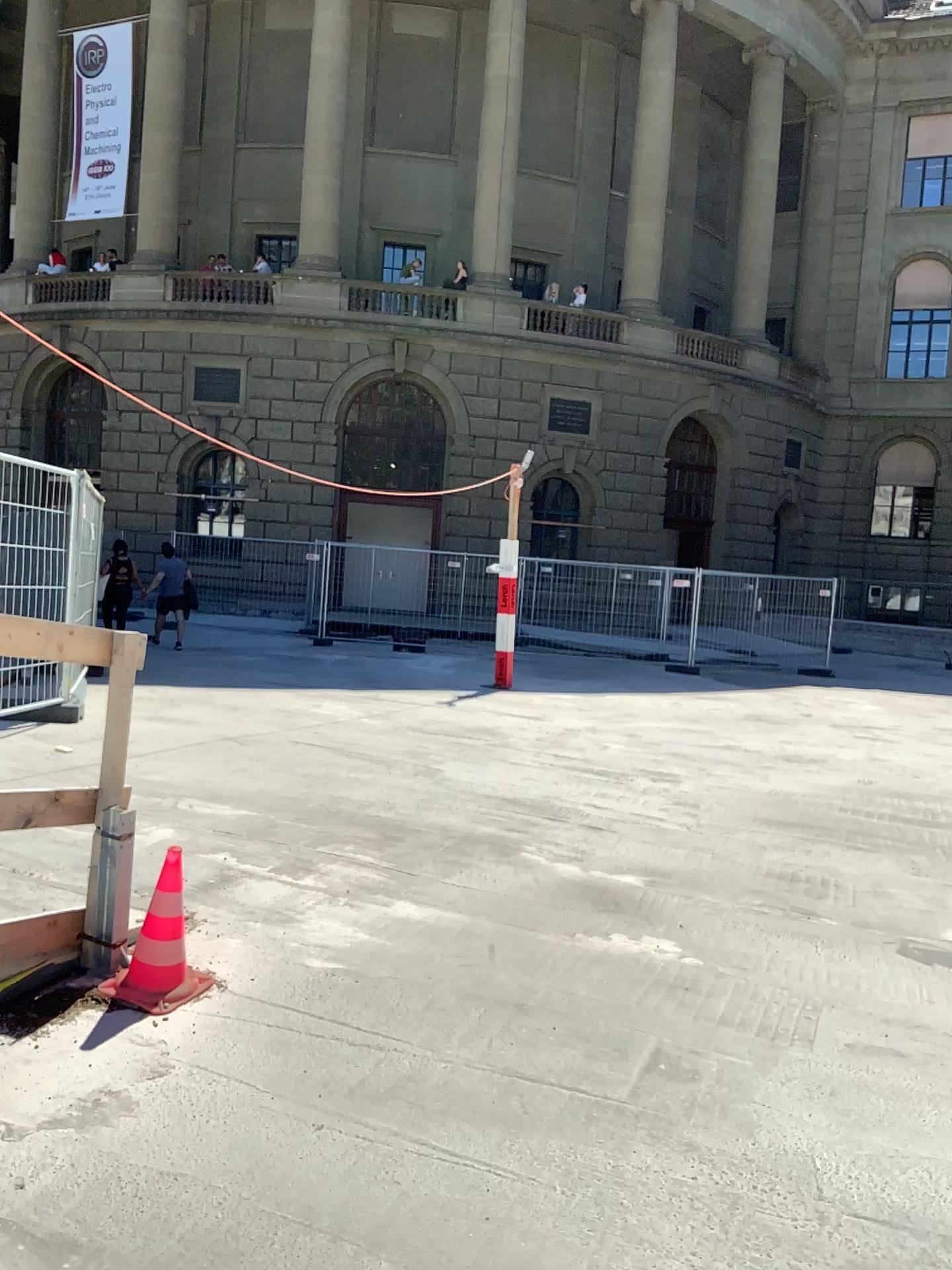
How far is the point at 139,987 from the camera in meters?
3.3 m

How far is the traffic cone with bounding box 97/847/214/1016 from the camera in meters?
3.3

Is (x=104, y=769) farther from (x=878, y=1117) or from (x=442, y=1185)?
(x=878, y=1117)
